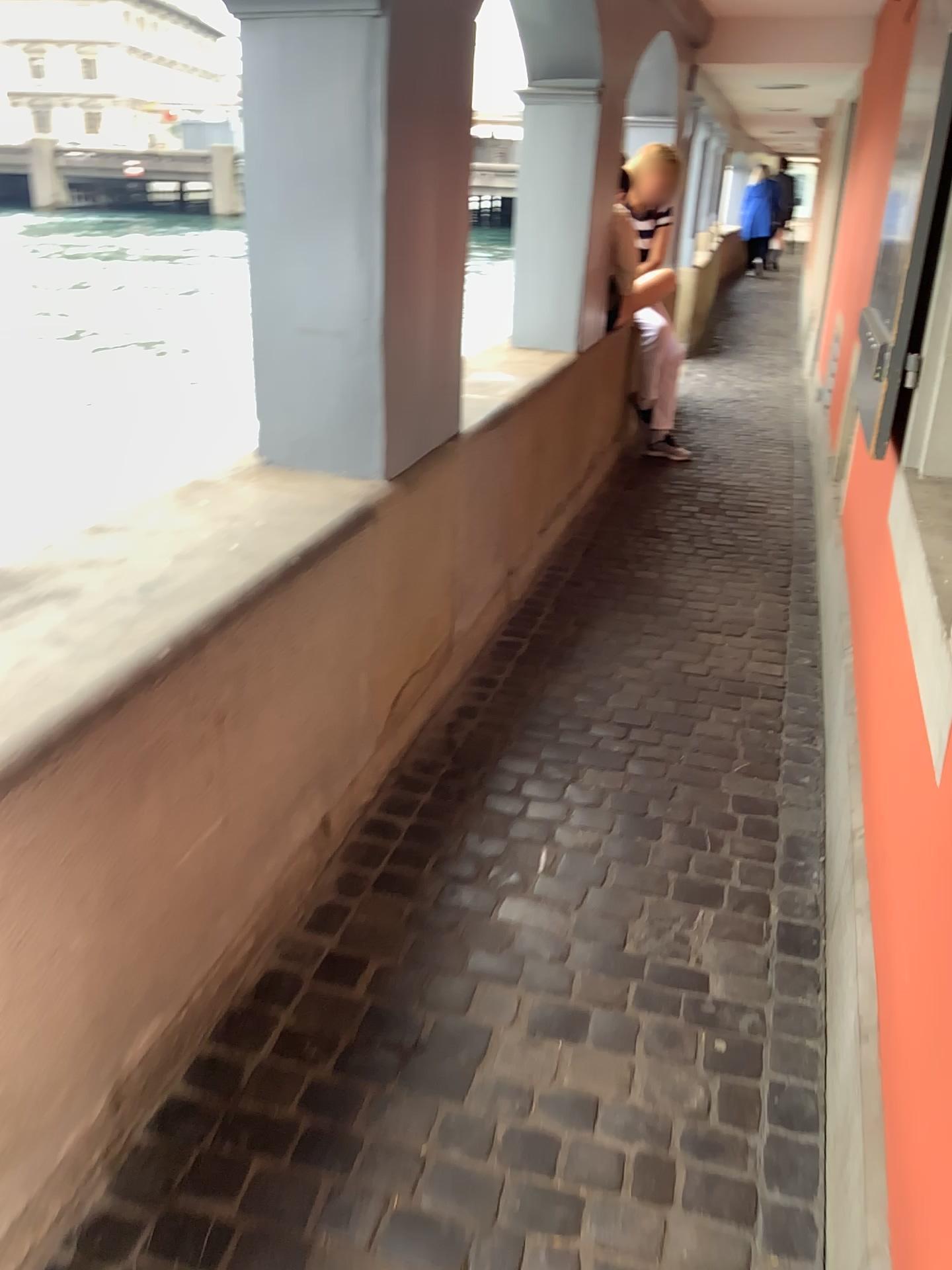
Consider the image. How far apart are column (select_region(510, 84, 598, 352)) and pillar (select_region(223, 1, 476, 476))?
1.76m

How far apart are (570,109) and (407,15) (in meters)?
1.99

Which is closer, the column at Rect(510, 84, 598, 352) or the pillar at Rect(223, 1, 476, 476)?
the pillar at Rect(223, 1, 476, 476)

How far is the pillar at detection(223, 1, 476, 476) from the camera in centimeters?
207cm

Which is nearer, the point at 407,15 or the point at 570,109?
the point at 407,15

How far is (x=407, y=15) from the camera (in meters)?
2.07

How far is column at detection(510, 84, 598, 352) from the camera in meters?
3.9 m

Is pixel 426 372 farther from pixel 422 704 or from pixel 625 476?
pixel 625 476
